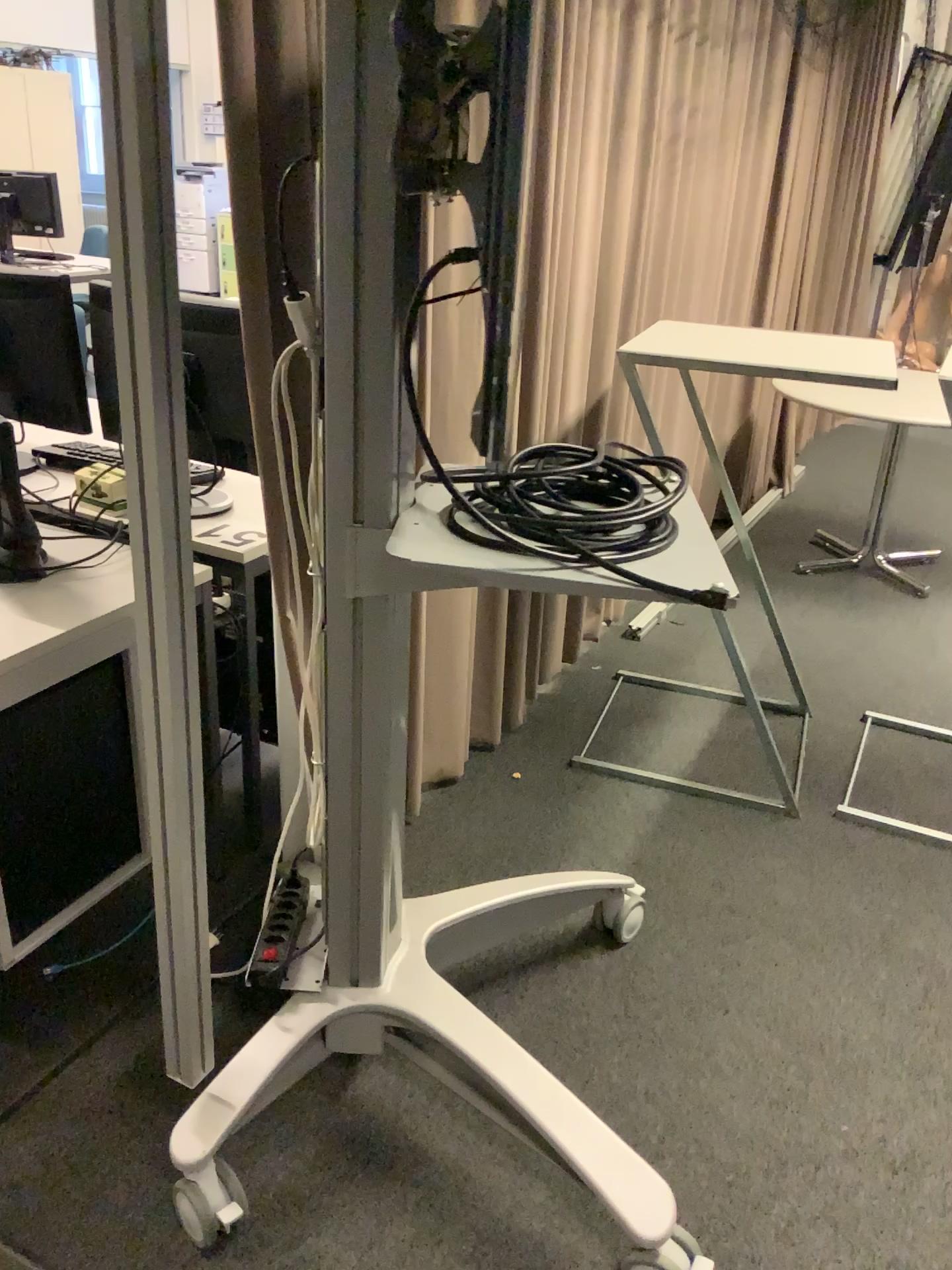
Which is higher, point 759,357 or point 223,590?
point 759,357

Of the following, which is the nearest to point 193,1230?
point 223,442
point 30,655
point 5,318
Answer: point 30,655

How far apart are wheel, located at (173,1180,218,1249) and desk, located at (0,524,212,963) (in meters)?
0.50

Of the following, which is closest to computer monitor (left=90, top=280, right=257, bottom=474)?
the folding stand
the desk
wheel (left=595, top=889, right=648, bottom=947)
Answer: the desk

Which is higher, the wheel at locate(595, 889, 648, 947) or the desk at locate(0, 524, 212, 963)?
the desk at locate(0, 524, 212, 963)

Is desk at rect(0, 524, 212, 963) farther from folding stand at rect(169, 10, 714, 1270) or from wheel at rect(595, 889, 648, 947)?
wheel at rect(595, 889, 648, 947)

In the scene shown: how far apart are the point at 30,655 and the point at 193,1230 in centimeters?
91cm

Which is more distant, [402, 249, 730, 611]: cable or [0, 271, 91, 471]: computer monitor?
[0, 271, 91, 471]: computer monitor

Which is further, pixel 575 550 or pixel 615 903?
pixel 615 903

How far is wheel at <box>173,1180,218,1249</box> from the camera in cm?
156
